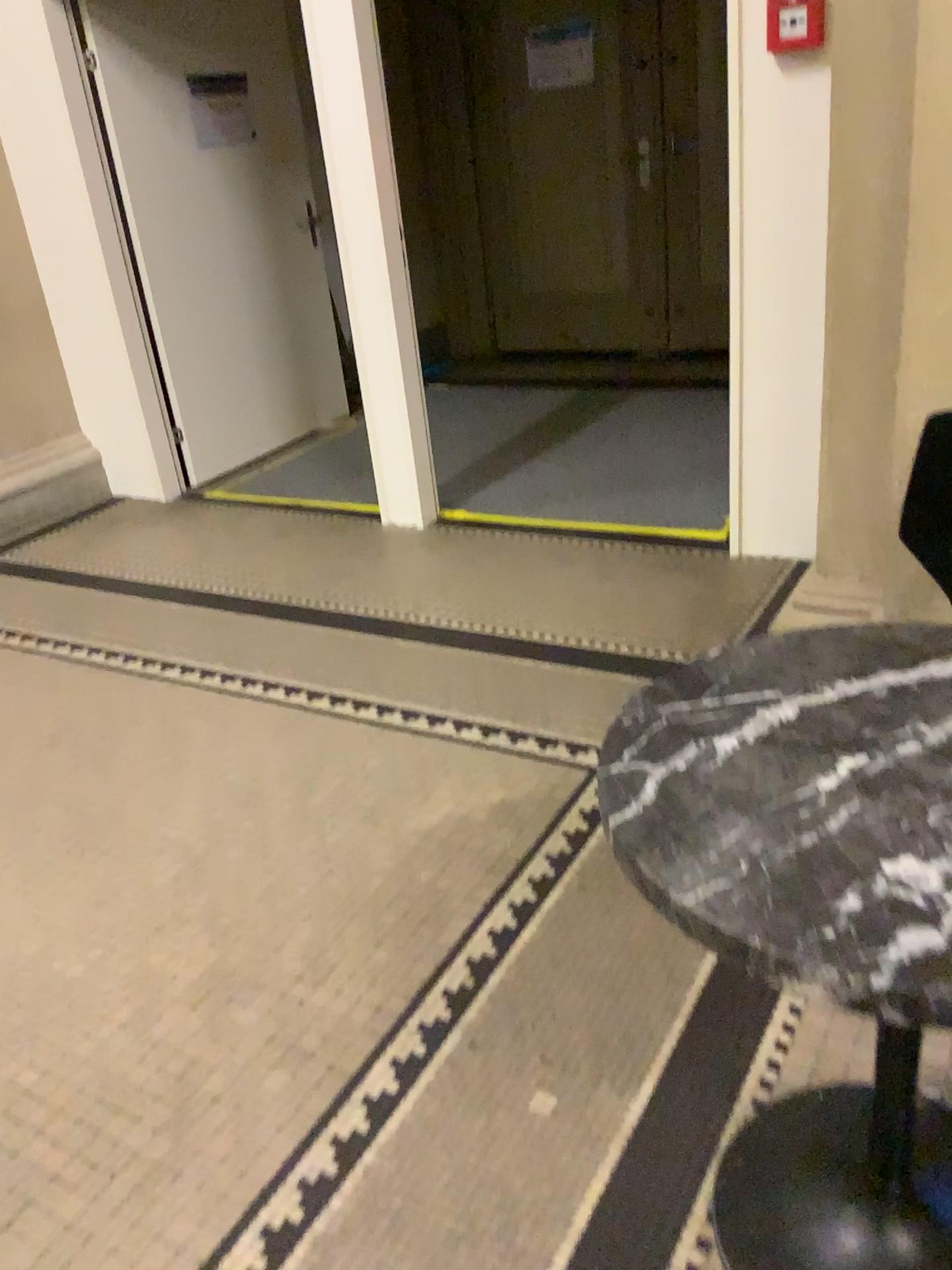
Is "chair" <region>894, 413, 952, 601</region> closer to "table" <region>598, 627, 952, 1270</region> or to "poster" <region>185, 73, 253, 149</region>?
"table" <region>598, 627, 952, 1270</region>

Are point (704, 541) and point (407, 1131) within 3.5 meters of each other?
yes

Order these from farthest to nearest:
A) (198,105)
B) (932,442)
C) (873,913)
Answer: (198,105)
(932,442)
(873,913)

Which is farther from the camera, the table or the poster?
the poster

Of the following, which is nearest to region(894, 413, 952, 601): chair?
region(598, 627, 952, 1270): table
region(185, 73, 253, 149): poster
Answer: region(598, 627, 952, 1270): table

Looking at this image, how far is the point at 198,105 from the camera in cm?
457

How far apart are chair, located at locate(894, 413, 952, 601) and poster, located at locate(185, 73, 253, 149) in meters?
3.8 m

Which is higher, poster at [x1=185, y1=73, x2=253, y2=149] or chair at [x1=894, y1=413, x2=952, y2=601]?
poster at [x1=185, y1=73, x2=253, y2=149]

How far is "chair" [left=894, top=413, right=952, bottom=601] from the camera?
1.8 meters

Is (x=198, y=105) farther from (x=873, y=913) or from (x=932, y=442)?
(x=873, y=913)
